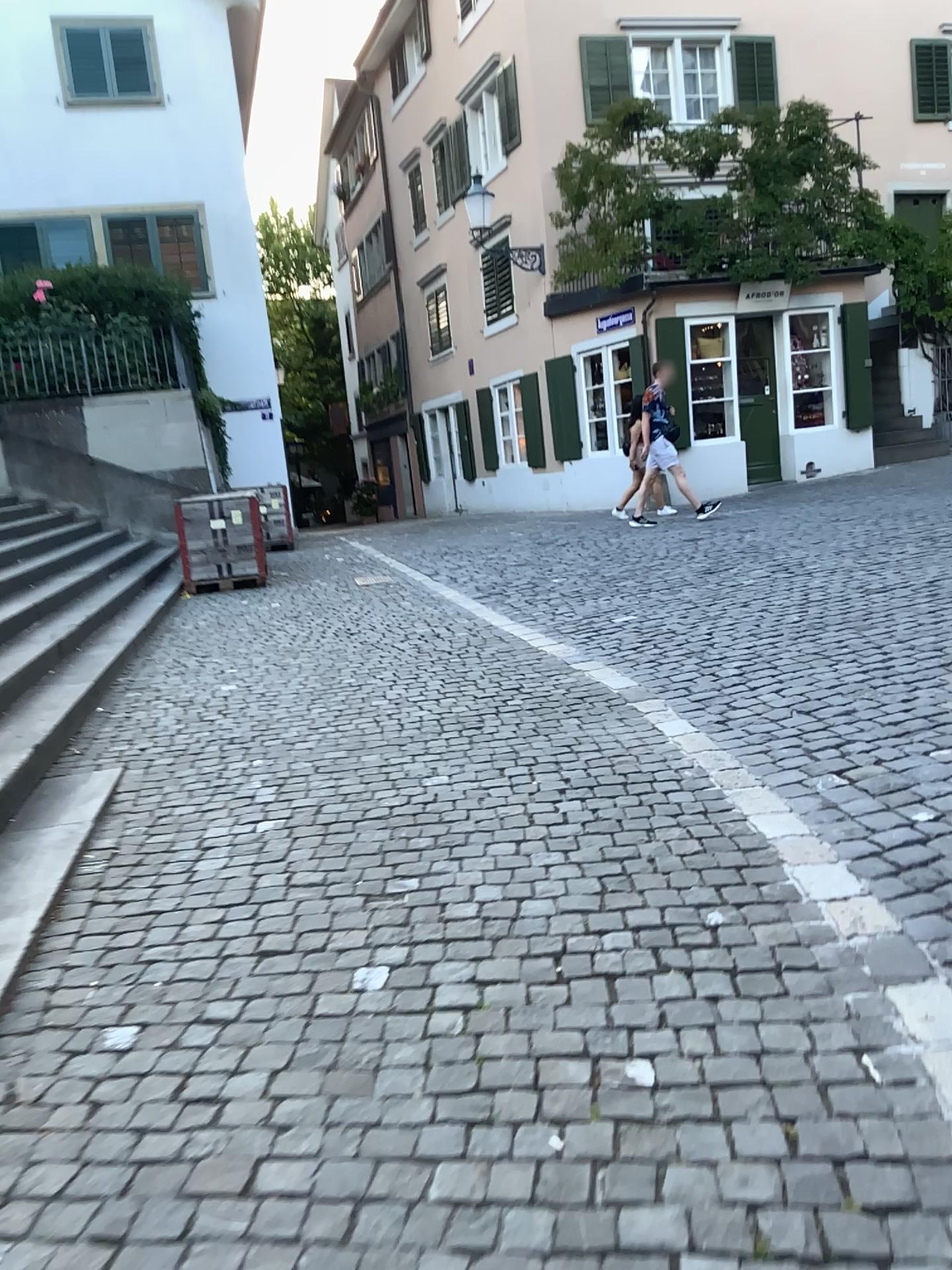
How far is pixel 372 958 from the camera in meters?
2.7 m
